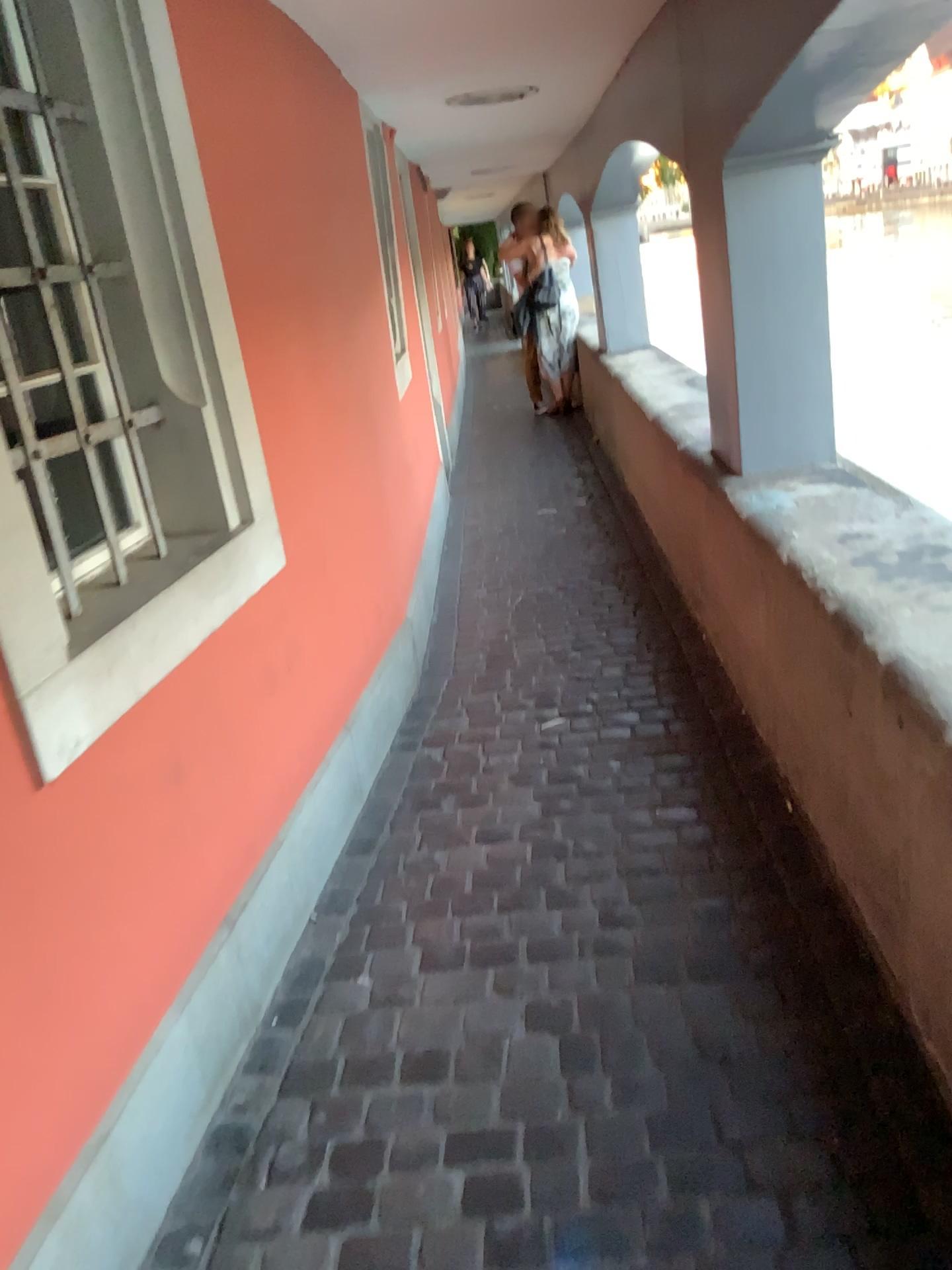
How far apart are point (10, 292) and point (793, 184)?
2.1m

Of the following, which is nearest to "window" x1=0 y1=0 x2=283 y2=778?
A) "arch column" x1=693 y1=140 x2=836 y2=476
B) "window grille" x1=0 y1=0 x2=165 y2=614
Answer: "window grille" x1=0 y1=0 x2=165 y2=614

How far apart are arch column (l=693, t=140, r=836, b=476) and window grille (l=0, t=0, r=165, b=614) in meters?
1.6

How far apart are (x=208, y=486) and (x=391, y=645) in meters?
1.4 m

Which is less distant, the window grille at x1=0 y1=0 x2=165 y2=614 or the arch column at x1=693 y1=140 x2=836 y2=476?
the window grille at x1=0 y1=0 x2=165 y2=614

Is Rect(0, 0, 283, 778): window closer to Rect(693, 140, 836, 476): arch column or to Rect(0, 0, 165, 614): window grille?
Rect(0, 0, 165, 614): window grille

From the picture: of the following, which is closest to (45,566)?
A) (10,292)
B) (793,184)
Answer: (10,292)

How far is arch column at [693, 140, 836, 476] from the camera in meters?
2.8 m

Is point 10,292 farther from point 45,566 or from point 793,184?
point 793,184
